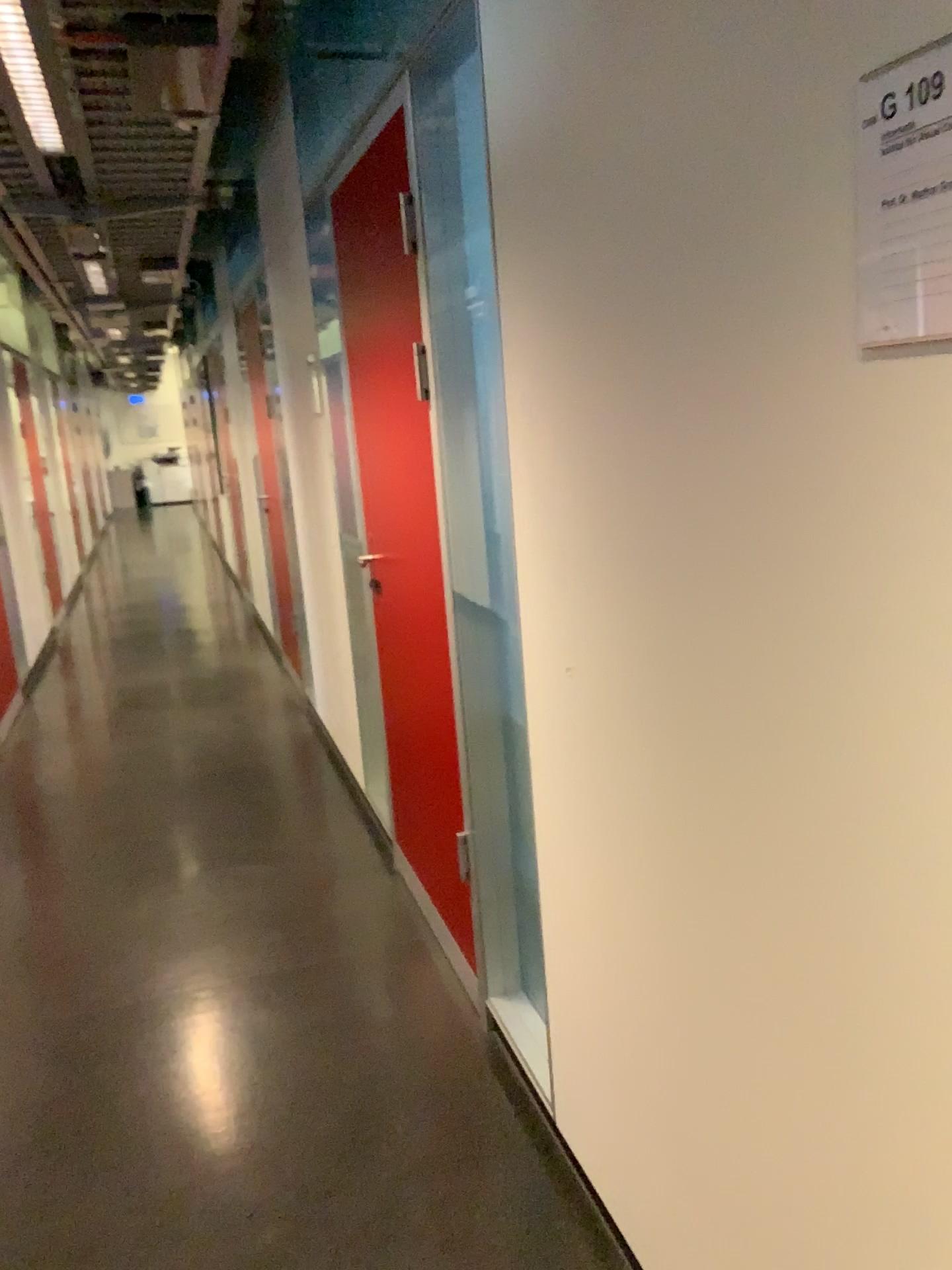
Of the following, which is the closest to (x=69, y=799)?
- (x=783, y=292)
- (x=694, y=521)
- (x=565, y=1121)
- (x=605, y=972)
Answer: (x=565, y=1121)

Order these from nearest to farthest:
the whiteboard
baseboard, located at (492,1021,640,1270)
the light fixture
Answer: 1. the whiteboard
2. baseboard, located at (492,1021,640,1270)
3. the light fixture

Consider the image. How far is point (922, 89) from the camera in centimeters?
80cm

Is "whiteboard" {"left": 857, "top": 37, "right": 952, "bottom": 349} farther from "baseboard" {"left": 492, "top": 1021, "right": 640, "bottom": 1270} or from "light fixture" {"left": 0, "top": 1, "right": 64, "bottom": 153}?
"light fixture" {"left": 0, "top": 1, "right": 64, "bottom": 153}

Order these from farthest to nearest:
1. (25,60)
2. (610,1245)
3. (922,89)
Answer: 1. (25,60)
2. (610,1245)
3. (922,89)

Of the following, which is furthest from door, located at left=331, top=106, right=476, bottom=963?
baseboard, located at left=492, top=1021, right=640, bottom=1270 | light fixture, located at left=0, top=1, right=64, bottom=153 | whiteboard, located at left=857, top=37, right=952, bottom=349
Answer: whiteboard, located at left=857, top=37, right=952, bottom=349

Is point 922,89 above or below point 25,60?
below

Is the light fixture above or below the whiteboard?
above

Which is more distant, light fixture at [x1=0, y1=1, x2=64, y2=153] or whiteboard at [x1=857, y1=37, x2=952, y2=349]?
light fixture at [x1=0, y1=1, x2=64, y2=153]

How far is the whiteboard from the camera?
0.8m
